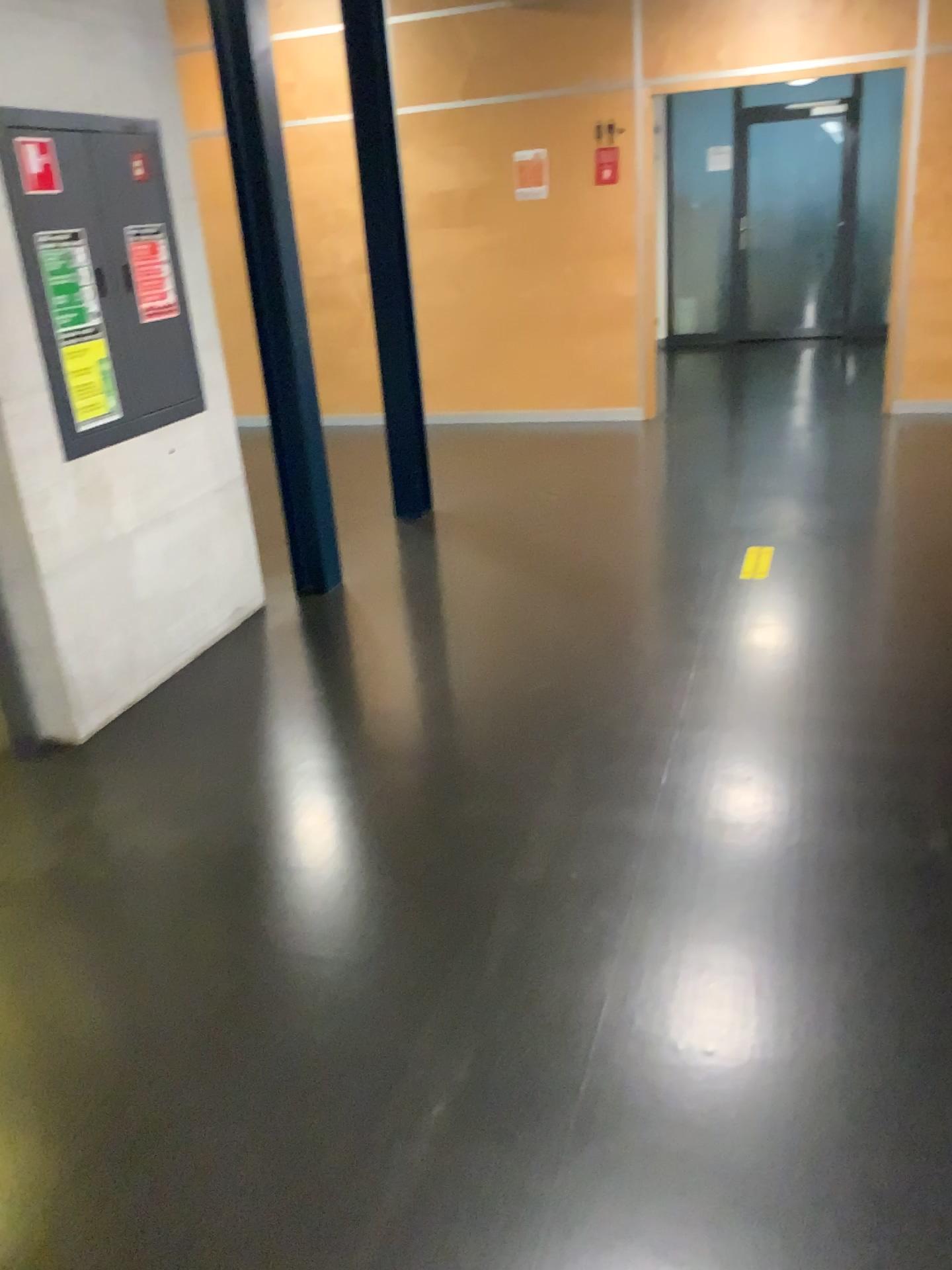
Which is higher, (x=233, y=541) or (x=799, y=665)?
(x=233, y=541)

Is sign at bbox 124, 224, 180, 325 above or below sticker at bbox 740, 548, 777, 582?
above

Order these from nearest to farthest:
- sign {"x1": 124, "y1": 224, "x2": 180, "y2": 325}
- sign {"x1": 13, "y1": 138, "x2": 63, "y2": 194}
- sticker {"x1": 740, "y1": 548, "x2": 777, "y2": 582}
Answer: sign {"x1": 13, "y1": 138, "x2": 63, "y2": 194}, sign {"x1": 124, "y1": 224, "x2": 180, "y2": 325}, sticker {"x1": 740, "y1": 548, "x2": 777, "y2": 582}

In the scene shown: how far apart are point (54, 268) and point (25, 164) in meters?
0.3

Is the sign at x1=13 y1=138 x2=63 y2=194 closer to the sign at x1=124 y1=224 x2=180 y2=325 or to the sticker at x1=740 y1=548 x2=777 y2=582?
the sign at x1=124 y1=224 x2=180 y2=325

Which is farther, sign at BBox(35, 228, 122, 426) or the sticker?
the sticker

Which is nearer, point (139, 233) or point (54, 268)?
point (54, 268)

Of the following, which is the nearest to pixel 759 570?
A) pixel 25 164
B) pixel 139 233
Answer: pixel 139 233

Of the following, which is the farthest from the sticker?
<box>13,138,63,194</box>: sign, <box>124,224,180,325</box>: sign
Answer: <box>13,138,63,194</box>: sign

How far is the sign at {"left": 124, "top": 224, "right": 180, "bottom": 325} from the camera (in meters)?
3.45
